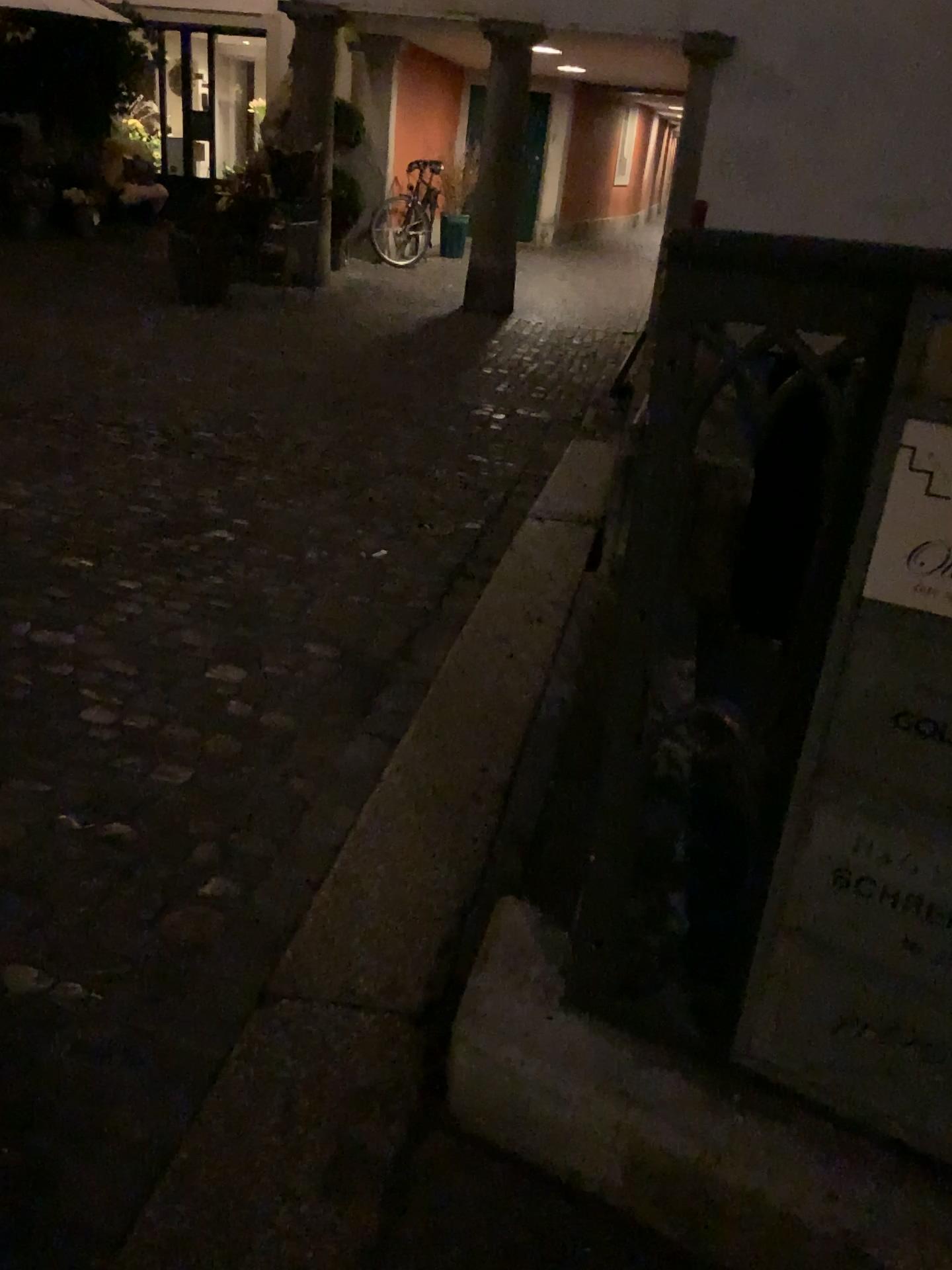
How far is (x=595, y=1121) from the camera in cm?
134
